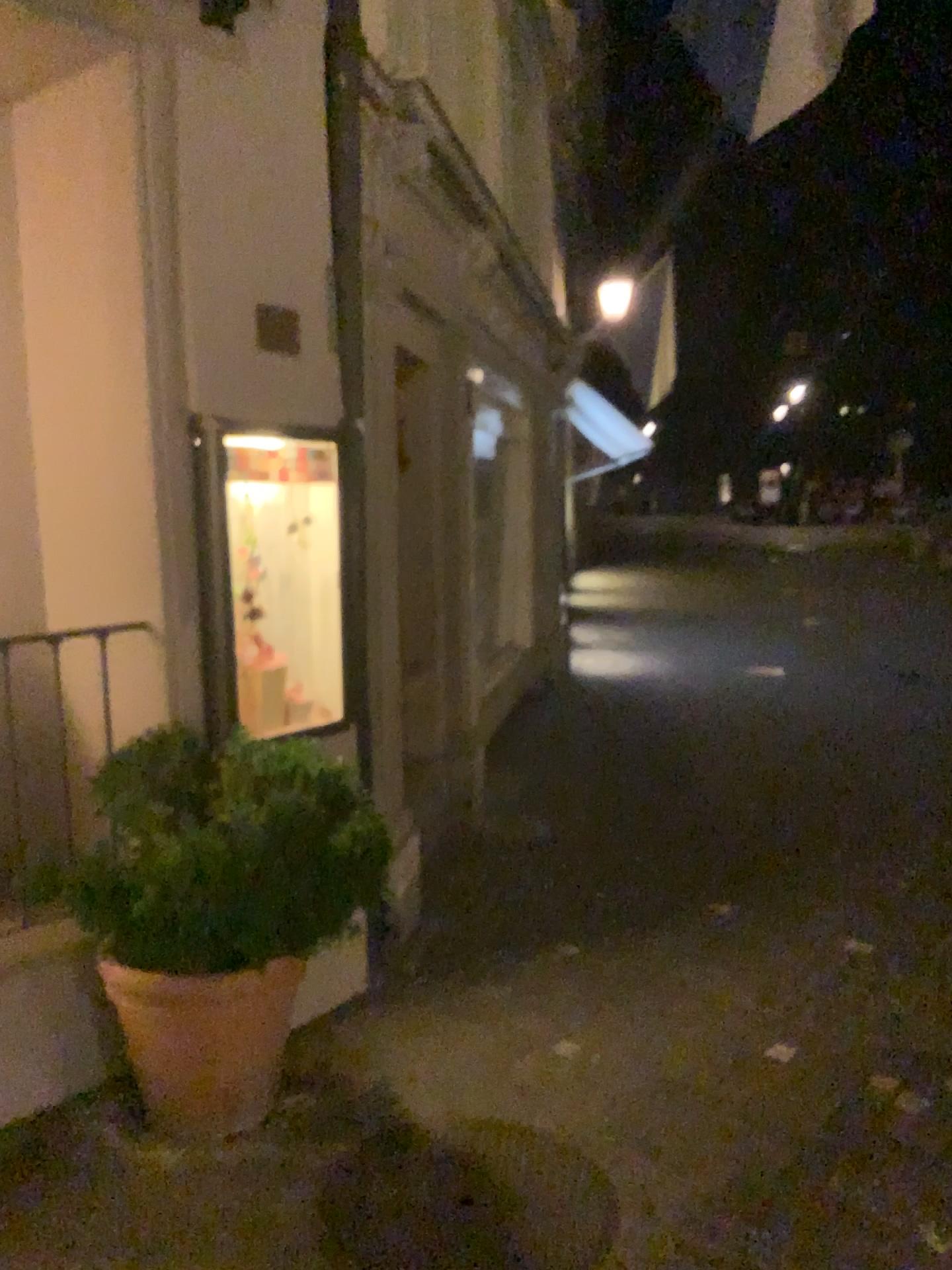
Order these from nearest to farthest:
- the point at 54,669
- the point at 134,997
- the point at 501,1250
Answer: the point at 501,1250, the point at 134,997, the point at 54,669

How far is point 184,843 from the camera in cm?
246

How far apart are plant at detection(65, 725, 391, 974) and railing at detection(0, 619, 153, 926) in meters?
0.6

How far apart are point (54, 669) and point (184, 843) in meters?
1.2

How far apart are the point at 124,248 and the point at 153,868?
1.8m

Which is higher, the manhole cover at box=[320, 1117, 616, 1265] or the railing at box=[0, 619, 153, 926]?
the railing at box=[0, 619, 153, 926]

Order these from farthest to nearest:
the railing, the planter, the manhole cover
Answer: the railing < the planter < the manhole cover

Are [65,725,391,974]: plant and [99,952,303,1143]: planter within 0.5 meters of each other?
yes

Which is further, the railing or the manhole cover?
the railing

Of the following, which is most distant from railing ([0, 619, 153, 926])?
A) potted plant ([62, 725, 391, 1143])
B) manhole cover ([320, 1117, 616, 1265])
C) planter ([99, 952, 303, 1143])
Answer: manhole cover ([320, 1117, 616, 1265])
